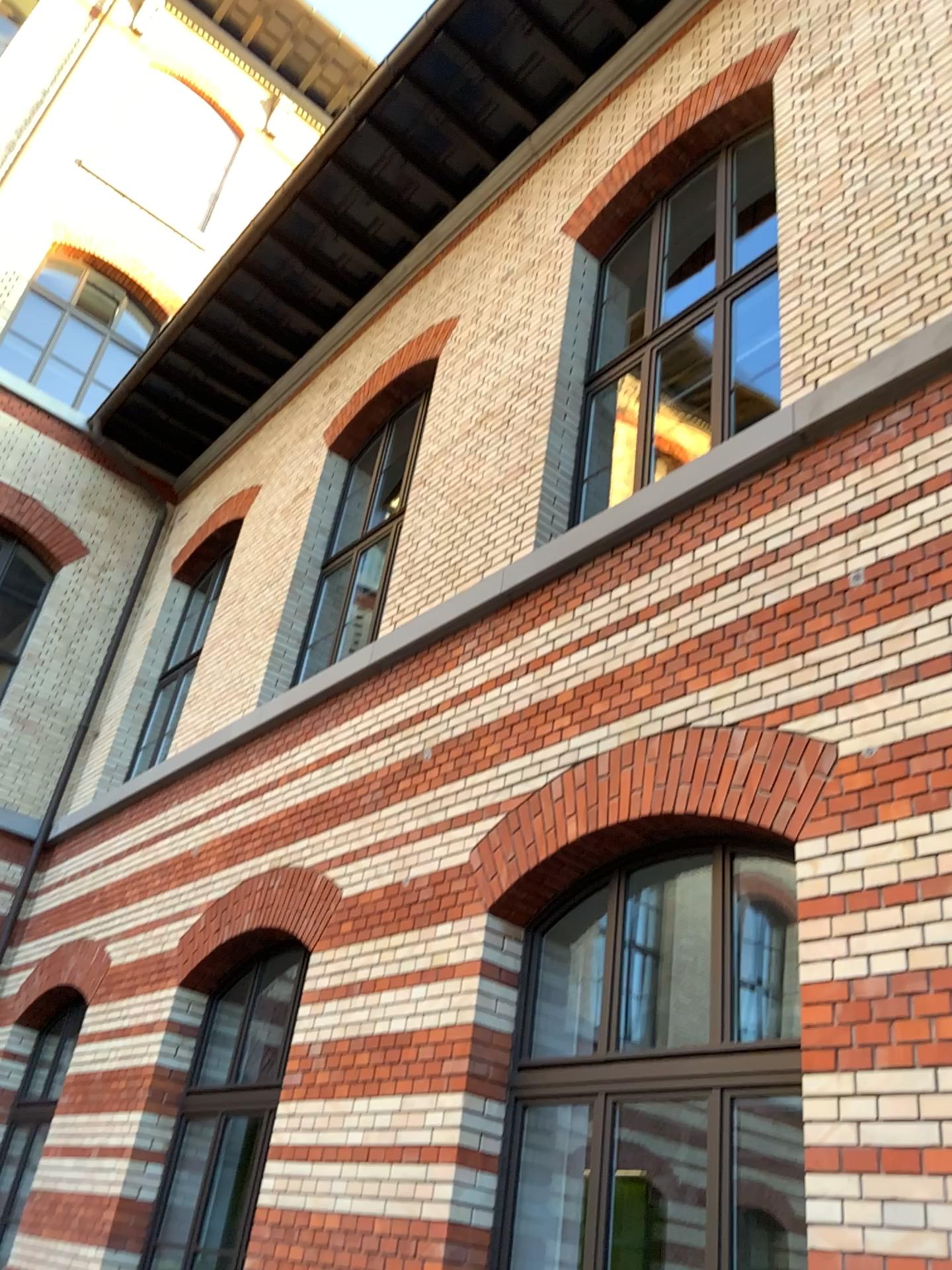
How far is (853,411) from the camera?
4.5 meters
